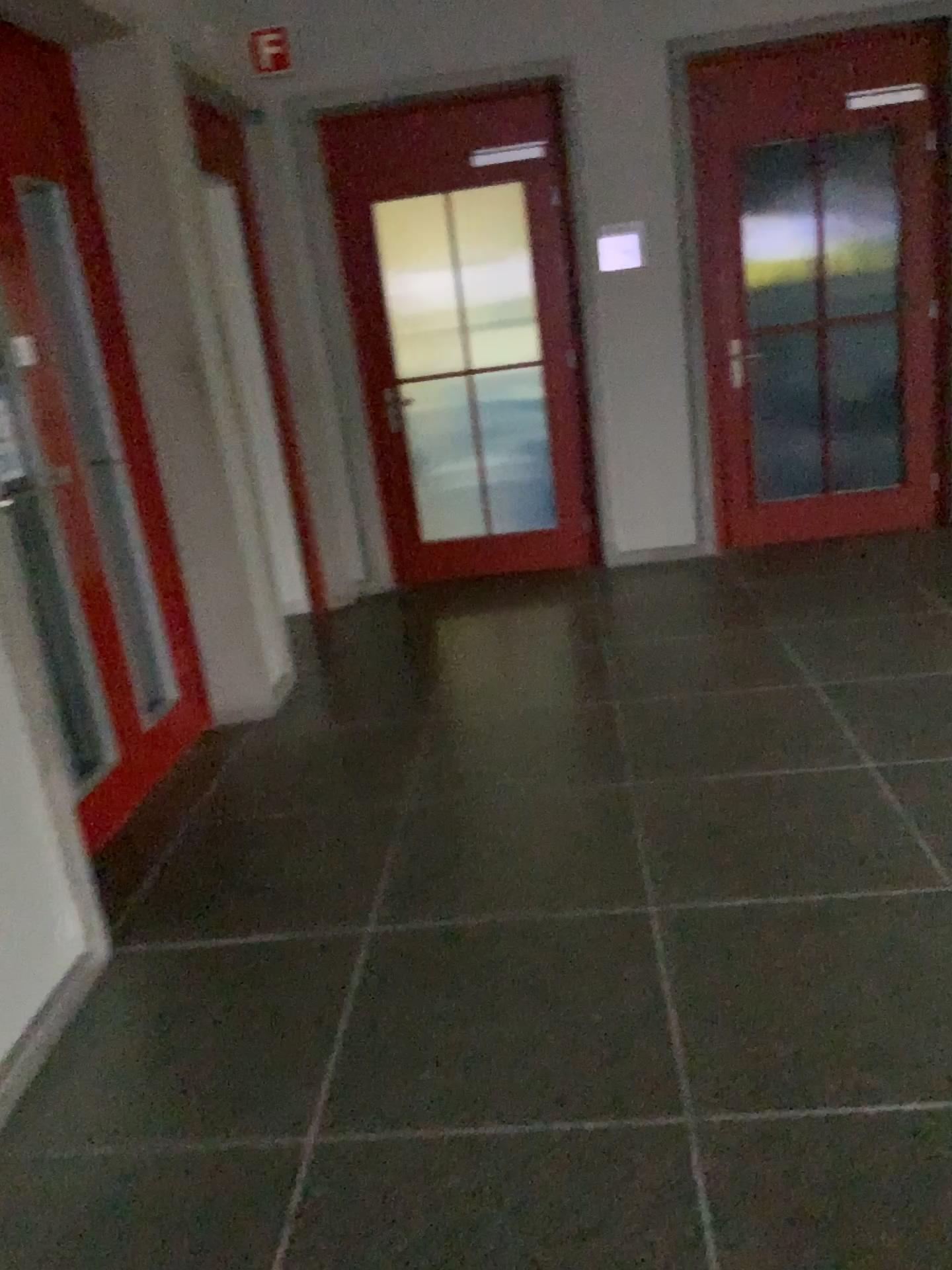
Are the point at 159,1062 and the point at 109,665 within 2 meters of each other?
yes
